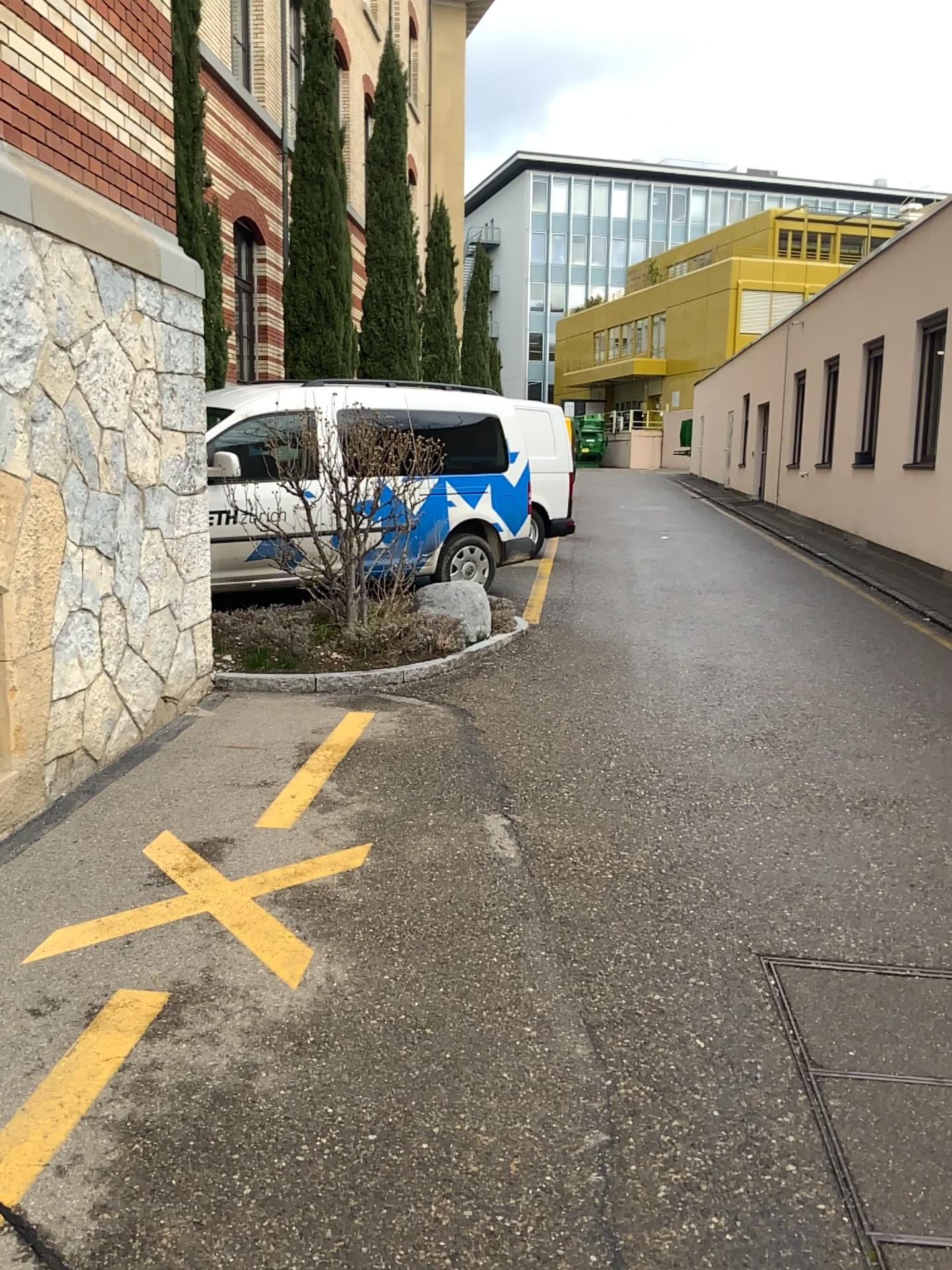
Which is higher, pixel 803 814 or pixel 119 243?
pixel 119 243
